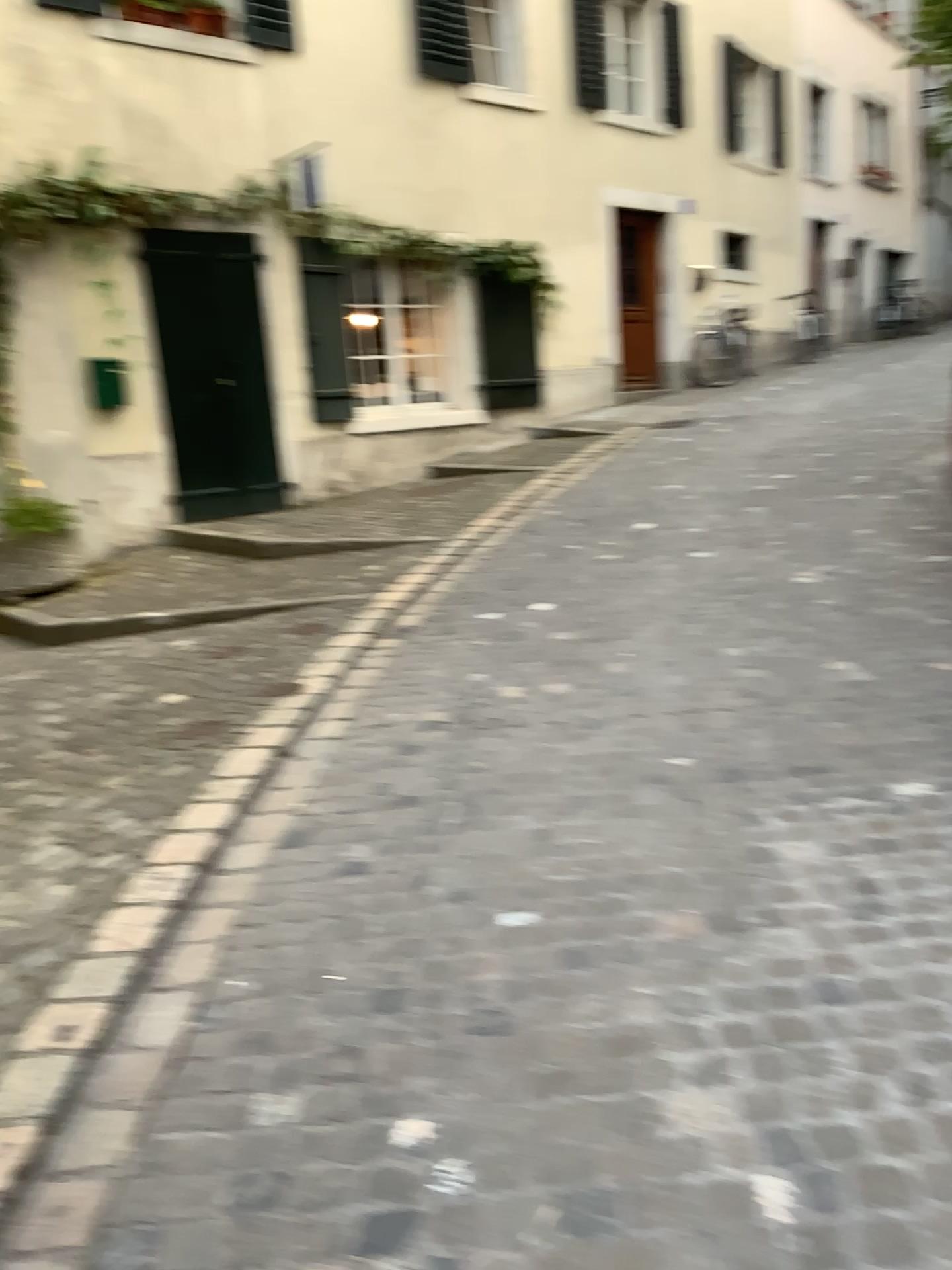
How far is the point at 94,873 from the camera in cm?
300
